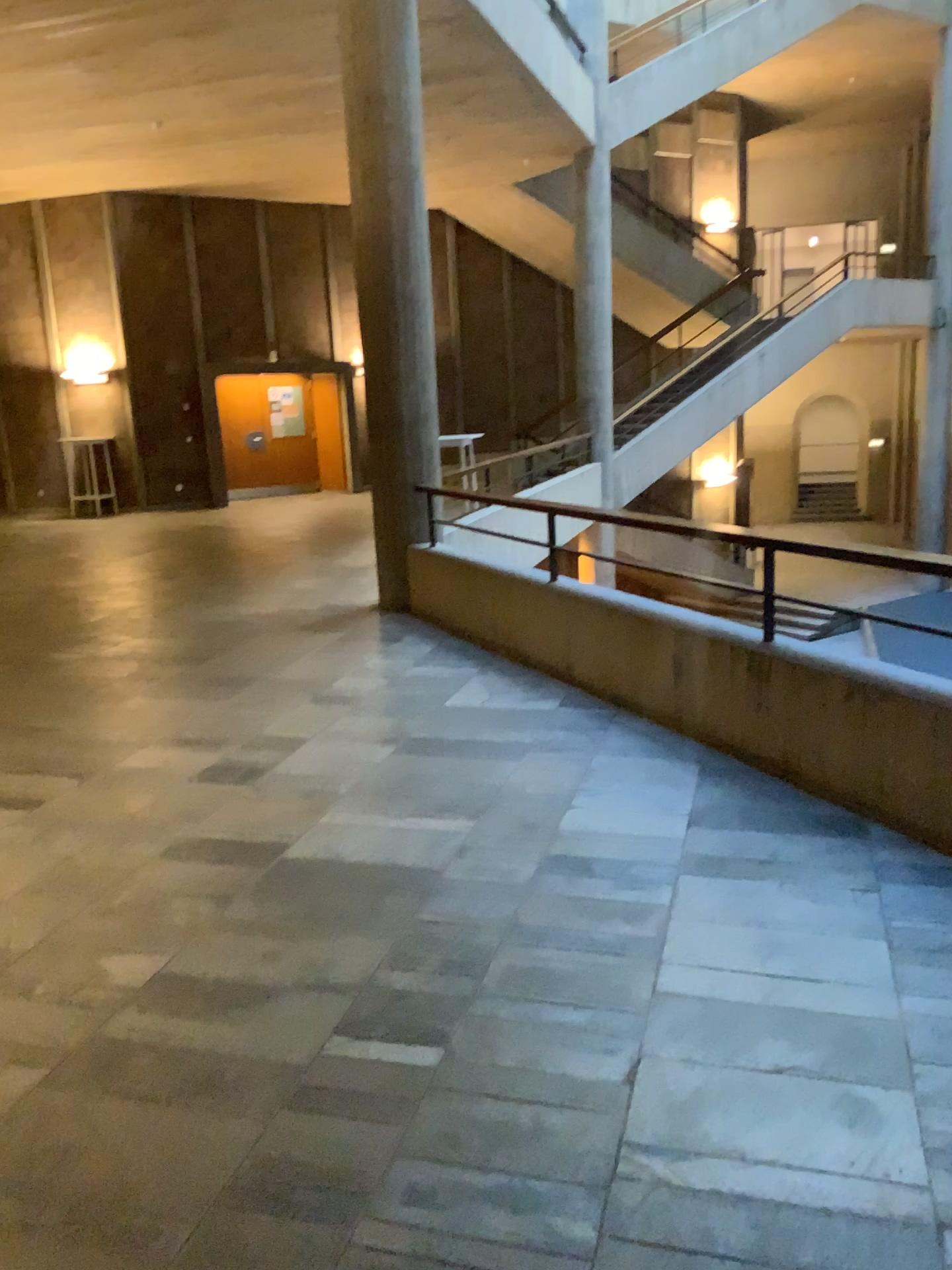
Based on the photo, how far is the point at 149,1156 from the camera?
2.2 meters
